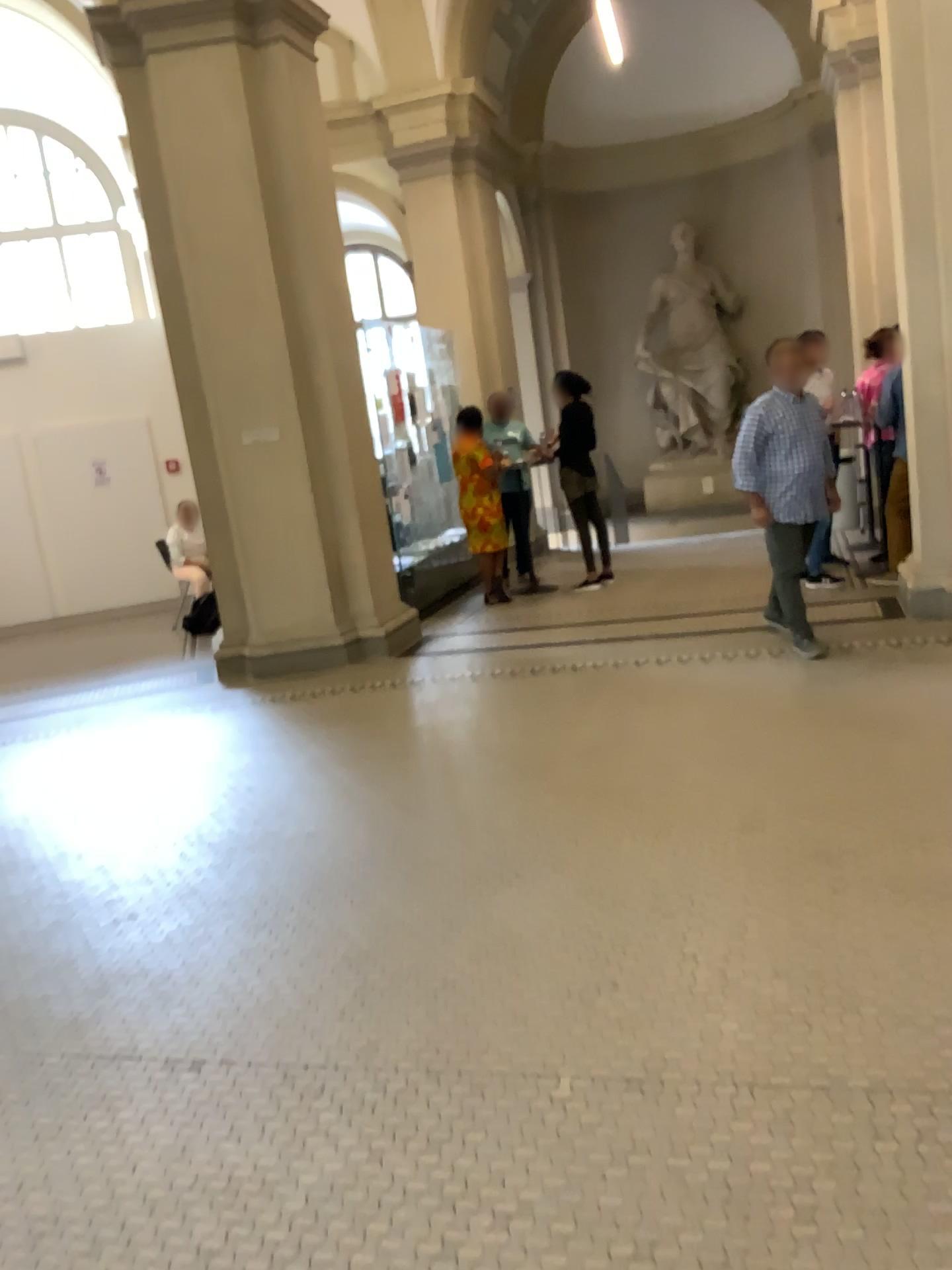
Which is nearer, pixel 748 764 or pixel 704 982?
pixel 704 982
